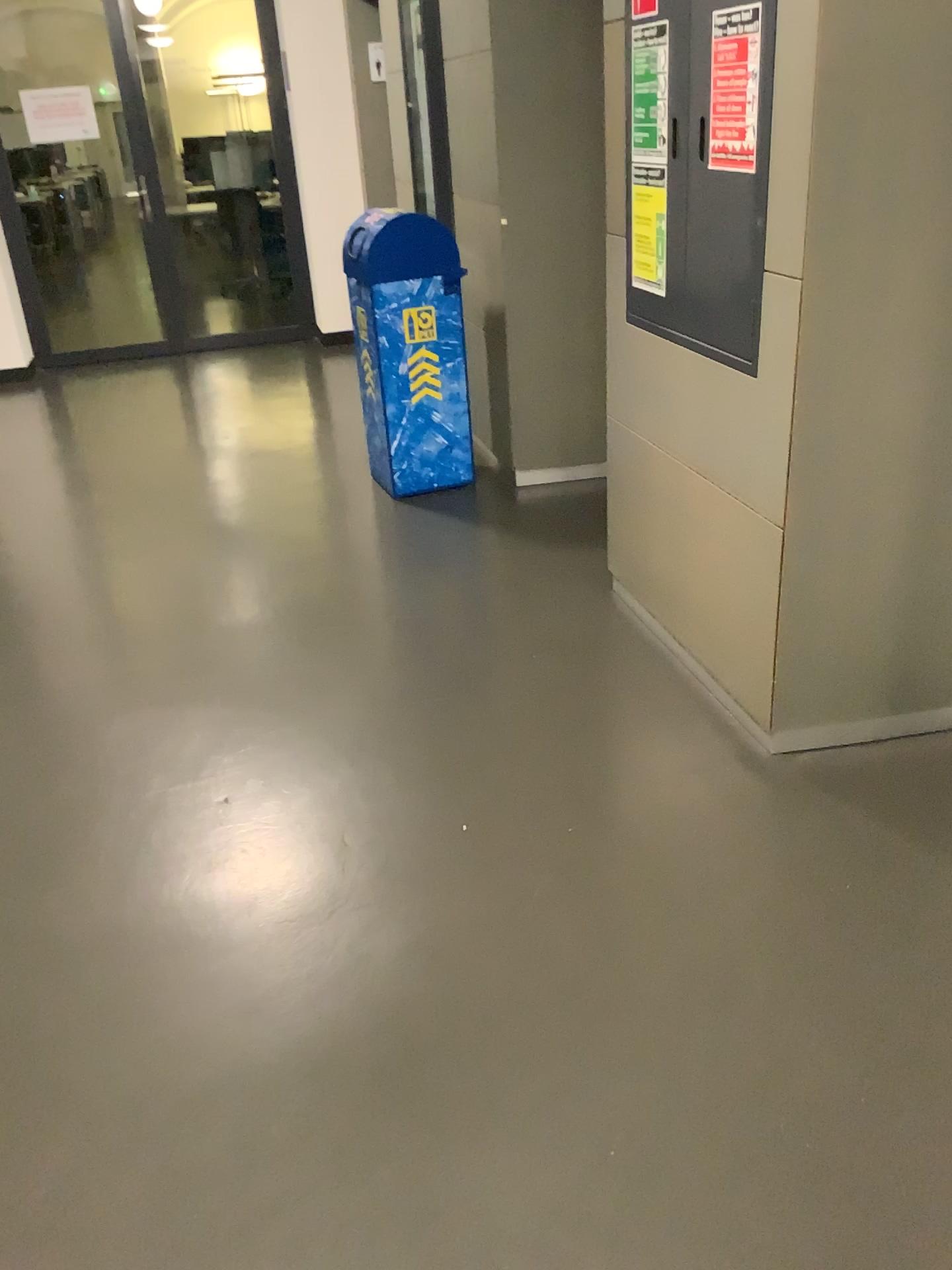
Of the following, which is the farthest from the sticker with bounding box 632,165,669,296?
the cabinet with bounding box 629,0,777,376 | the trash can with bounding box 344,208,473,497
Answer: the trash can with bounding box 344,208,473,497

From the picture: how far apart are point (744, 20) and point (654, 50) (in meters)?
0.43

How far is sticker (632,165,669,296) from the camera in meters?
2.6 m

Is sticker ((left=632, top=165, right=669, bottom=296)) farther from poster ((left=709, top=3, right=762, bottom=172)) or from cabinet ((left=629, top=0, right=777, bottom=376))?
poster ((left=709, top=3, right=762, bottom=172))

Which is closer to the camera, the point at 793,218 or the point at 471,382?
the point at 793,218

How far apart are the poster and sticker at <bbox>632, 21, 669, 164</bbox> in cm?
30

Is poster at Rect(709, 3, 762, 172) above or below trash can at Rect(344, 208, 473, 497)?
above

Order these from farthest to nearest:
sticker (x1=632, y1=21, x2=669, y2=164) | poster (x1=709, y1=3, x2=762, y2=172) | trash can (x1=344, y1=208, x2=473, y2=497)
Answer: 1. trash can (x1=344, y1=208, x2=473, y2=497)
2. sticker (x1=632, y1=21, x2=669, y2=164)
3. poster (x1=709, y1=3, x2=762, y2=172)

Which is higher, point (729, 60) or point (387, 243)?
point (729, 60)

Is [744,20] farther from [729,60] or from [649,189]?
[649,189]
